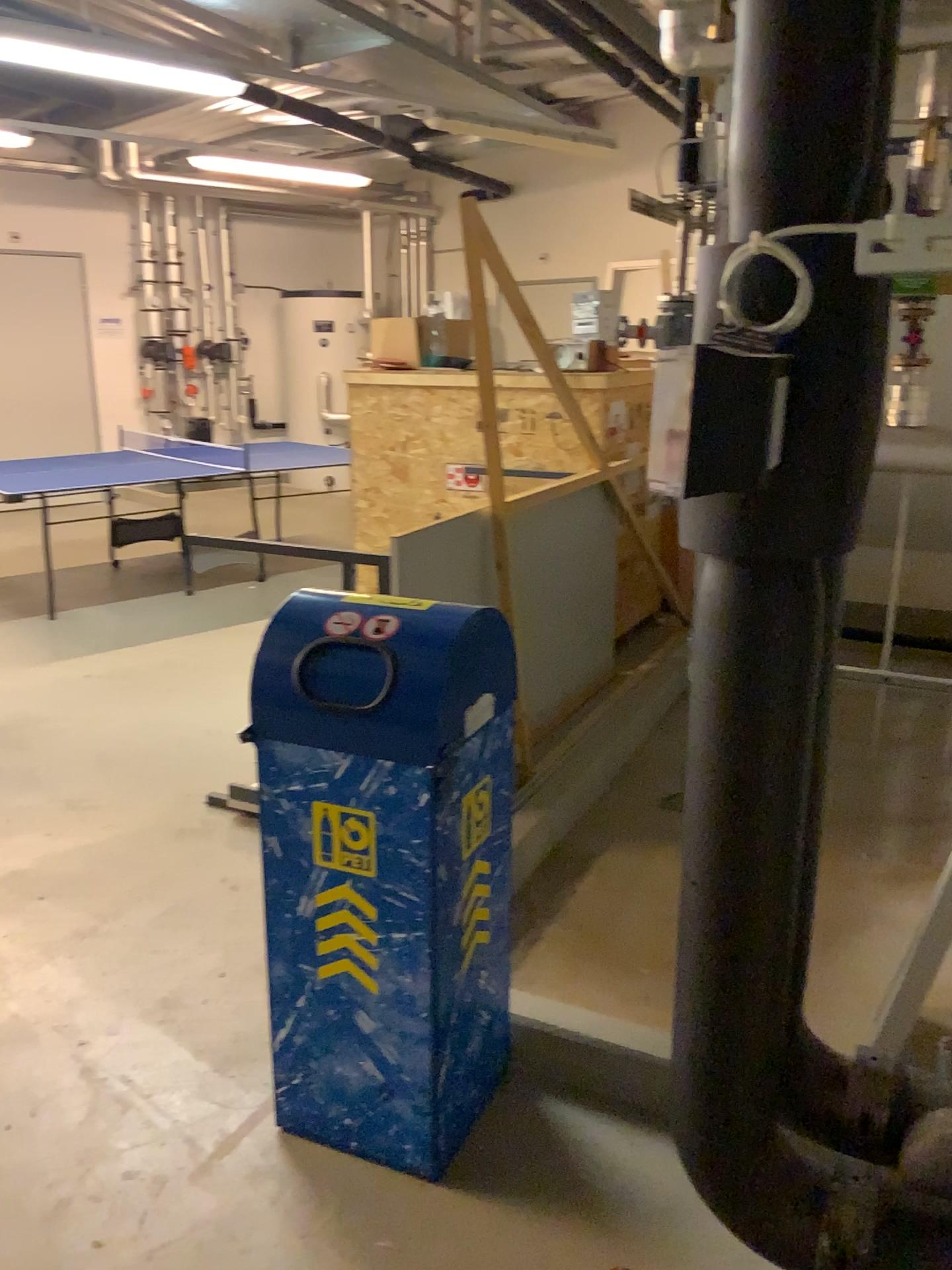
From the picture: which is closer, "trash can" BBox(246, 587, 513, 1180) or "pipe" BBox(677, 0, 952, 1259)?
"pipe" BBox(677, 0, 952, 1259)

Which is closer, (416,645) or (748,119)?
(748,119)

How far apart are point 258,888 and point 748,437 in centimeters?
224cm

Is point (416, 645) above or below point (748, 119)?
below

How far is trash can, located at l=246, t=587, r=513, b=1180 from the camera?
1.8m

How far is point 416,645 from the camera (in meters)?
1.81
